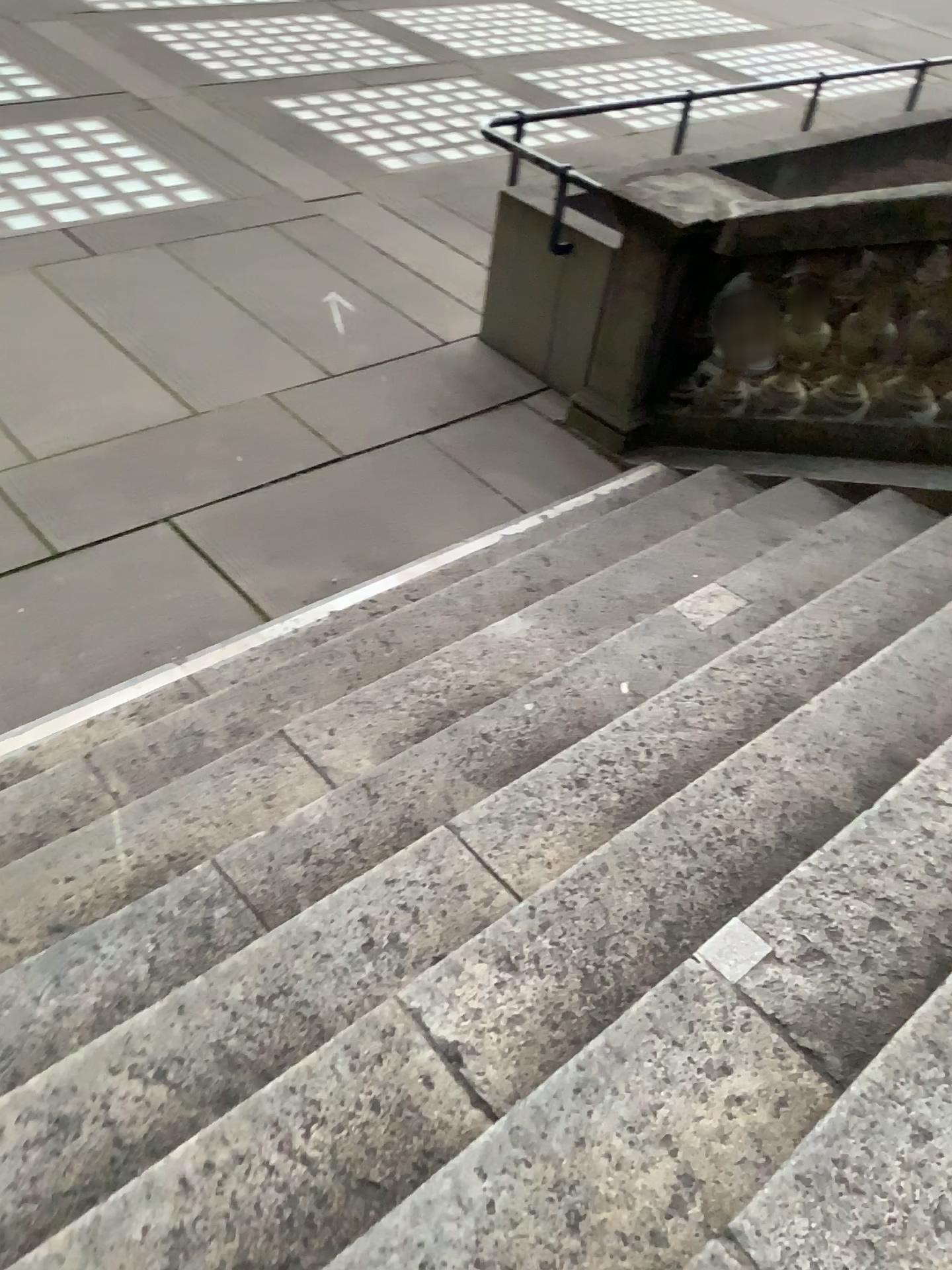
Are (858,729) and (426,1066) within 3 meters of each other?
yes
